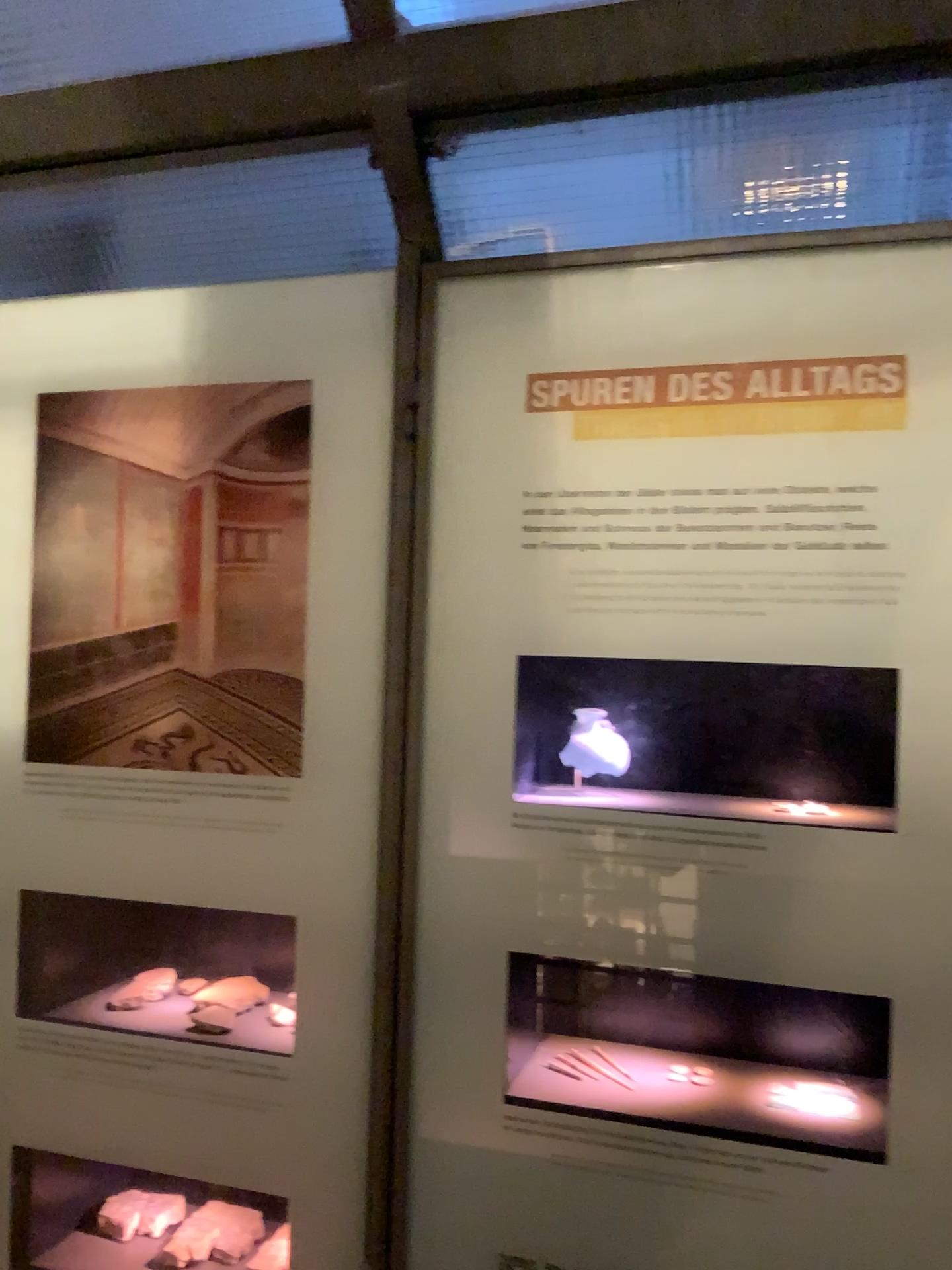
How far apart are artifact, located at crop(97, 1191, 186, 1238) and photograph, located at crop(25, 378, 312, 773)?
0.6 meters

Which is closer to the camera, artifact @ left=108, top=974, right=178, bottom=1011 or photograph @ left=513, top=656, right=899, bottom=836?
photograph @ left=513, top=656, right=899, bottom=836

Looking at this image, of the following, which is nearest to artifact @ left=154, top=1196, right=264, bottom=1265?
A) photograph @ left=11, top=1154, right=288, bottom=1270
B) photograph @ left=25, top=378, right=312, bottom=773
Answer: photograph @ left=11, top=1154, right=288, bottom=1270

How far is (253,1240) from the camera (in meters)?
1.31

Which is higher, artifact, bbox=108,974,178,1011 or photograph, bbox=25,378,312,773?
photograph, bbox=25,378,312,773

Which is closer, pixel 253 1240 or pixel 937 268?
pixel 937 268

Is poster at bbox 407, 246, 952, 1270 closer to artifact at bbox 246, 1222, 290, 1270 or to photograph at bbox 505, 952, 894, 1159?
photograph at bbox 505, 952, 894, 1159

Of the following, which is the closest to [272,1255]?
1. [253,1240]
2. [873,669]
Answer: [253,1240]

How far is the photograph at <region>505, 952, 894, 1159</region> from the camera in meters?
1.0

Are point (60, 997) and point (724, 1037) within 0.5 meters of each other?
no
